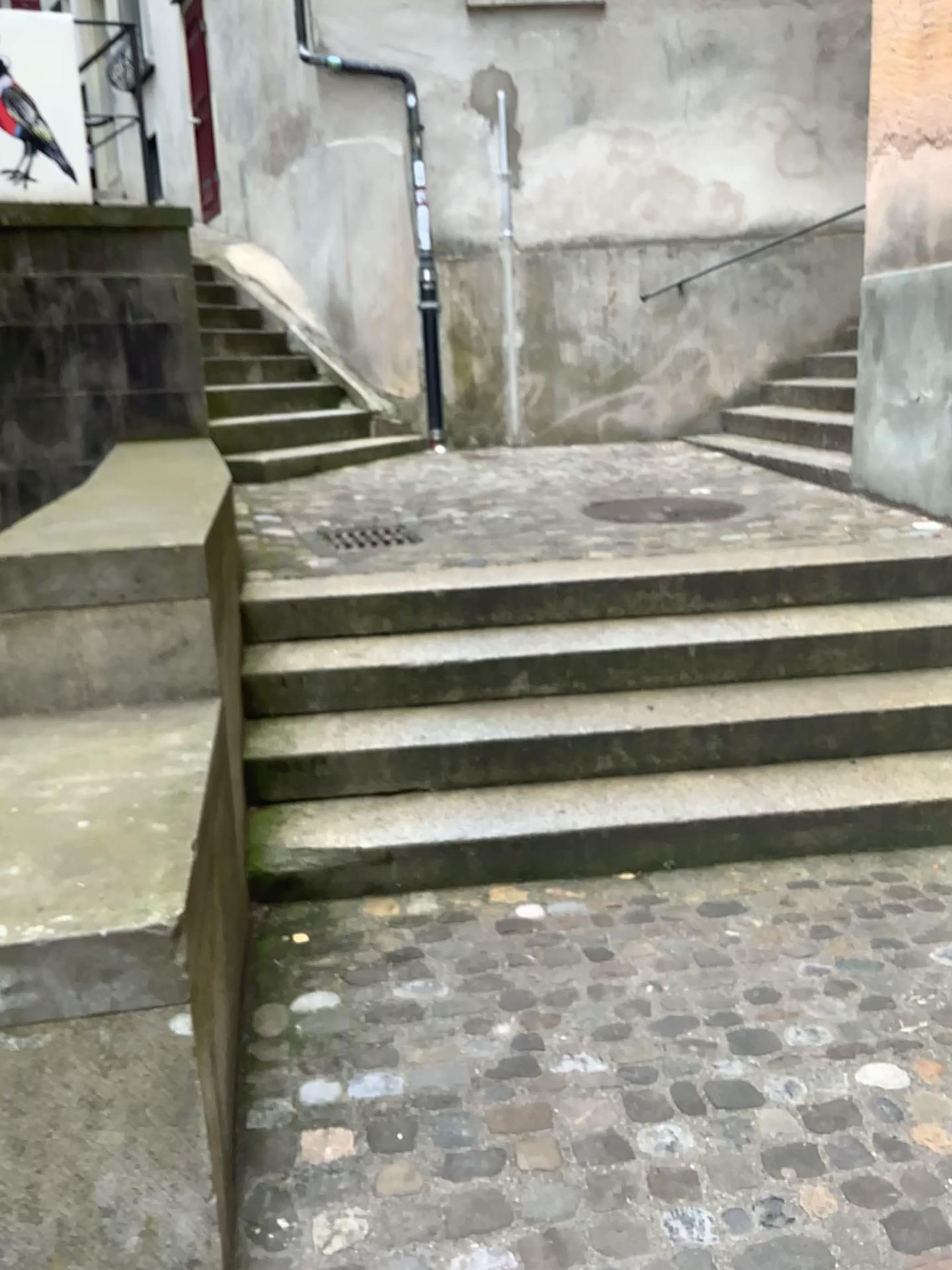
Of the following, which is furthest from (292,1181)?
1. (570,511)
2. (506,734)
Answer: (570,511)
